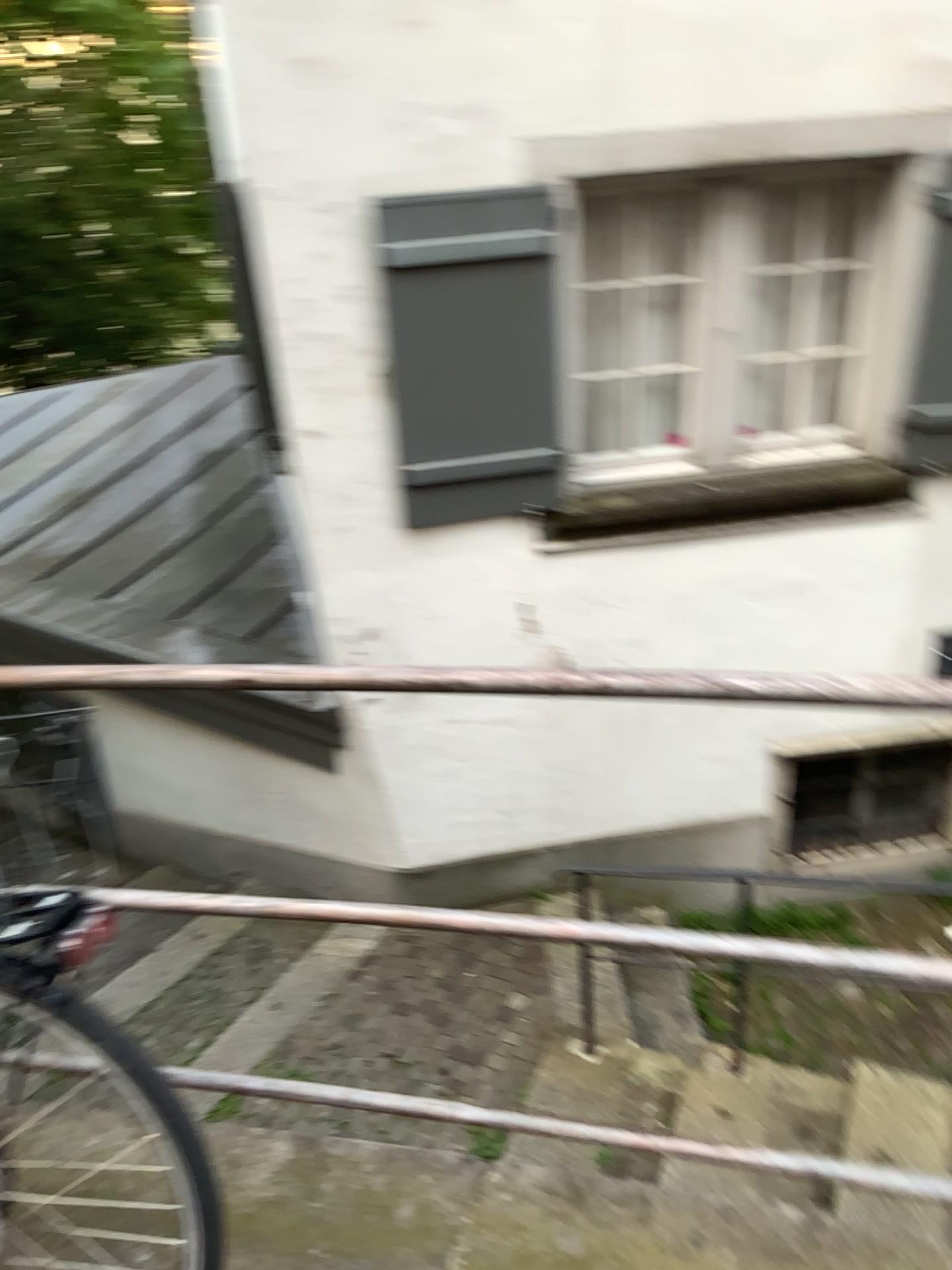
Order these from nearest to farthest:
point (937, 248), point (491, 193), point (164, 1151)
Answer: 1. point (164, 1151)
2. point (491, 193)
3. point (937, 248)

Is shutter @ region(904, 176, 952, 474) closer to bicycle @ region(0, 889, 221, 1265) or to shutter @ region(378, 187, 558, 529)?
shutter @ region(378, 187, 558, 529)

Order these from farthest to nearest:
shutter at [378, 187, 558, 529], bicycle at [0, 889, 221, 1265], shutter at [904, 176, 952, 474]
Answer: shutter at [904, 176, 952, 474]
shutter at [378, 187, 558, 529]
bicycle at [0, 889, 221, 1265]

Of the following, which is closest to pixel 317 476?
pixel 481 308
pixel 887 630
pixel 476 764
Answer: pixel 481 308

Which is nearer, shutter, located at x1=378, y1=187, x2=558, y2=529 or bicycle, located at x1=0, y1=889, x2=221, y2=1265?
bicycle, located at x1=0, y1=889, x2=221, y2=1265

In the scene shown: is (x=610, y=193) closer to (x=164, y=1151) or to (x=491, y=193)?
(x=491, y=193)

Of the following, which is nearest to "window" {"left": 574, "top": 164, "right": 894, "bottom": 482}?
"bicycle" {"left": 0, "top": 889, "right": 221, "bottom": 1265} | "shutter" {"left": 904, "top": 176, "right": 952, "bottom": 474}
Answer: "shutter" {"left": 904, "top": 176, "right": 952, "bottom": 474}

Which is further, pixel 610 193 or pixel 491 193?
pixel 610 193

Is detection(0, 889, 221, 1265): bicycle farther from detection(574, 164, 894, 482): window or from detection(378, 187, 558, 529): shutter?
detection(574, 164, 894, 482): window

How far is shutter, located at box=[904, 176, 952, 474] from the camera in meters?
4.0 m
